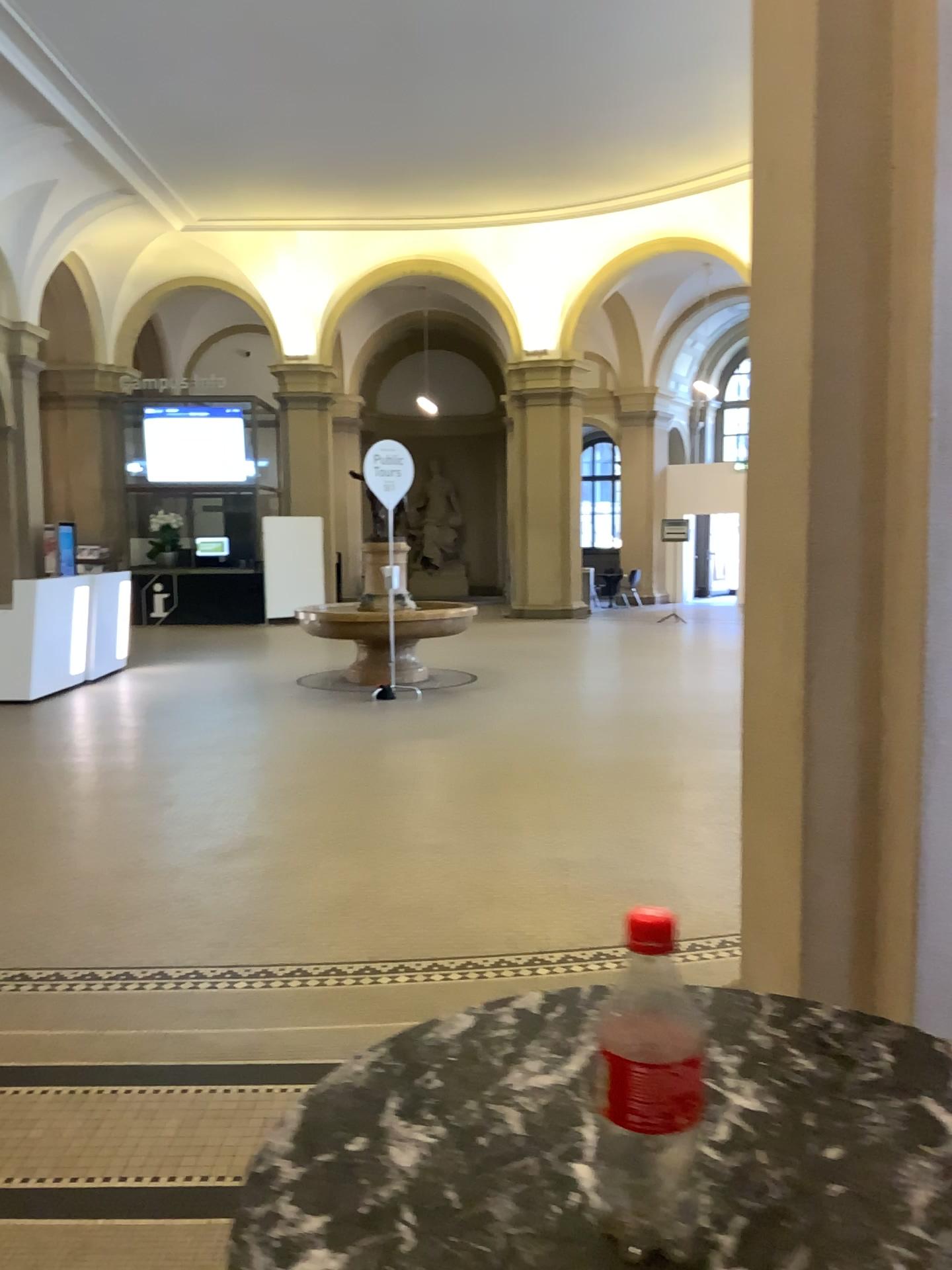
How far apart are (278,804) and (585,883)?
1.9m

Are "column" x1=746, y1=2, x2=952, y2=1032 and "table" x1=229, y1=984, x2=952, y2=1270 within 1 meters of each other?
no

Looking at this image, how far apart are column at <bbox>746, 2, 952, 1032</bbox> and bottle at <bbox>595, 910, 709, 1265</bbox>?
1.54m

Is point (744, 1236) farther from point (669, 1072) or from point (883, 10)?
point (883, 10)

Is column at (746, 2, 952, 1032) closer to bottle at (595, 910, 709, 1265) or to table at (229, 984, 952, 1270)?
table at (229, 984, 952, 1270)

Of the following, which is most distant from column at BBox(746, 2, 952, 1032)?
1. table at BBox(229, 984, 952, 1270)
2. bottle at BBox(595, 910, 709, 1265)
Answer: bottle at BBox(595, 910, 709, 1265)

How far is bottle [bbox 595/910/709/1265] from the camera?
0.6 meters

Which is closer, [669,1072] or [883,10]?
[669,1072]

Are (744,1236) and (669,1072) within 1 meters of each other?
yes

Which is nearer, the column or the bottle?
the bottle
